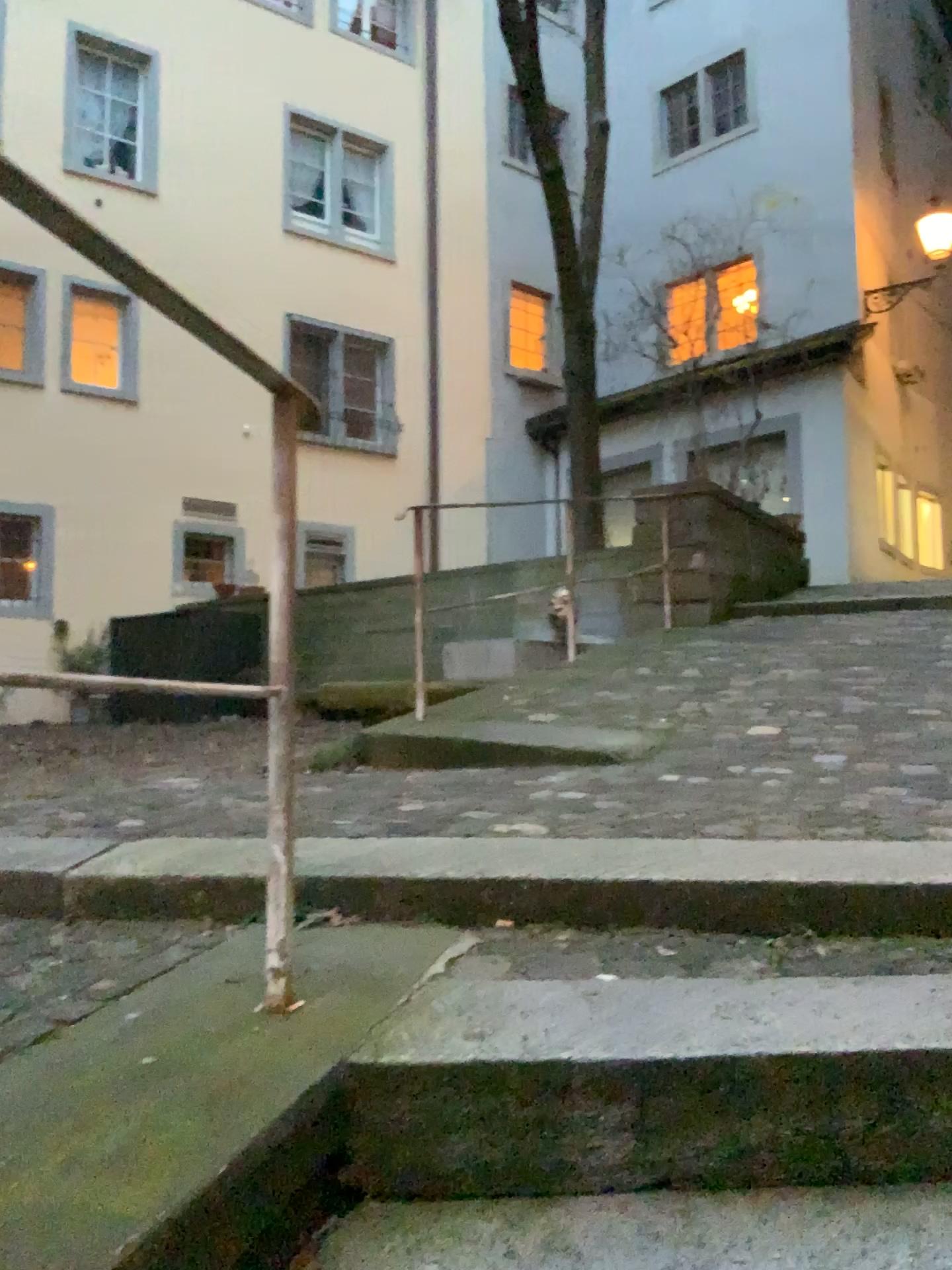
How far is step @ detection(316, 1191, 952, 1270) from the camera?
1.19m

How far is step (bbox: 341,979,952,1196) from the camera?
1.3m

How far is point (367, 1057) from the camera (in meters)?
1.30

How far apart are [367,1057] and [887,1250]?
0.63m

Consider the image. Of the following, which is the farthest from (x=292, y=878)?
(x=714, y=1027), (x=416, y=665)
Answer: (x=416, y=665)

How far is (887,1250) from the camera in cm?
119
